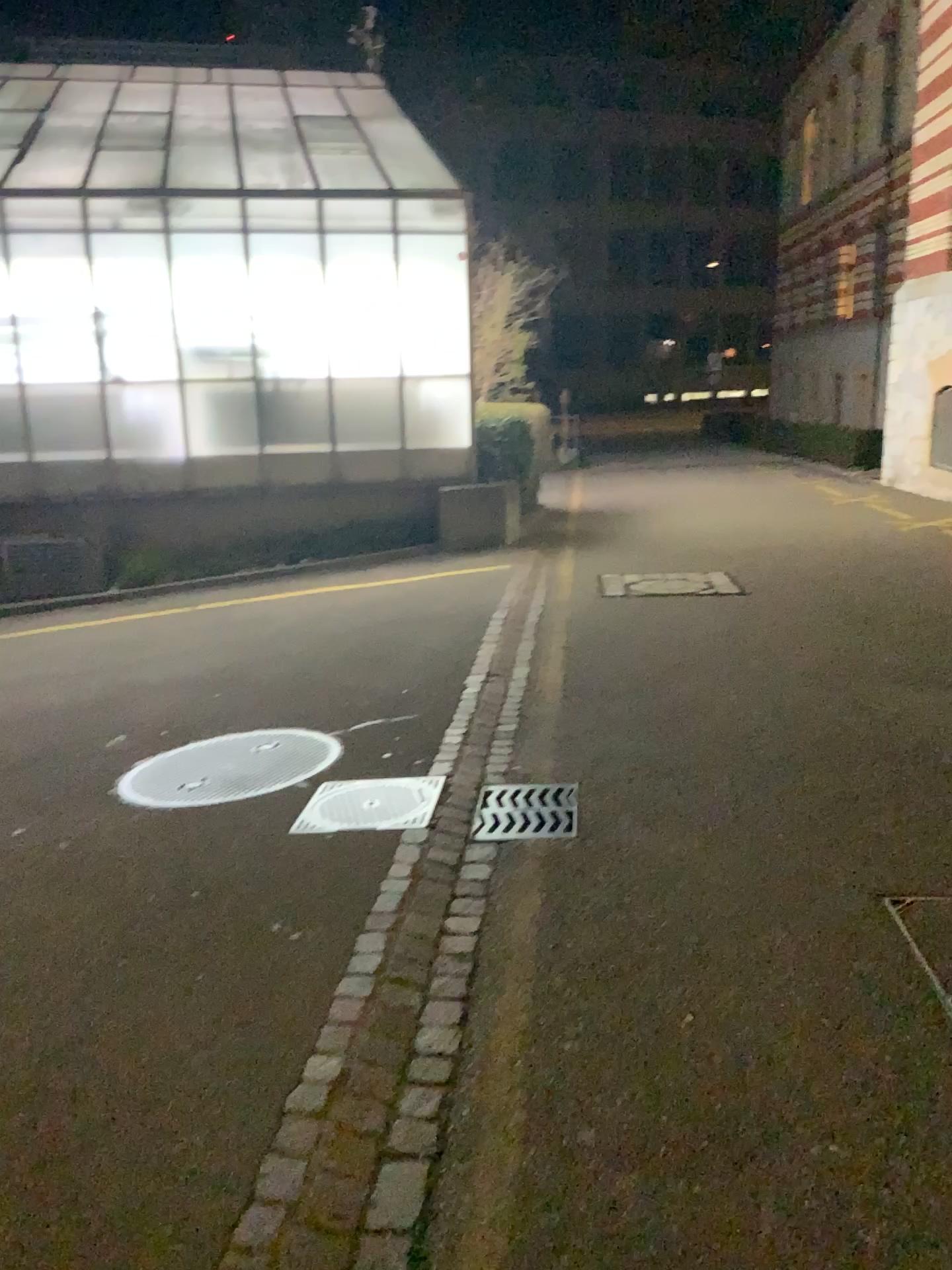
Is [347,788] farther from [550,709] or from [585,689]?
[585,689]

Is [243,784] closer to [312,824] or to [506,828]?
[312,824]

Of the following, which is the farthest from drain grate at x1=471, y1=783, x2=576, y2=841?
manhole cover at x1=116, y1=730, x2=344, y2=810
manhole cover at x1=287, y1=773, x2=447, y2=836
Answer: manhole cover at x1=116, y1=730, x2=344, y2=810

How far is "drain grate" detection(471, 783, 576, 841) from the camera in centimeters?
379cm

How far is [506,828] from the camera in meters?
3.8 m

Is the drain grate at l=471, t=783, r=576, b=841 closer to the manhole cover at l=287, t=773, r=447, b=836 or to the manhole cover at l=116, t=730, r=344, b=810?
the manhole cover at l=287, t=773, r=447, b=836

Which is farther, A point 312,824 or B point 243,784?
B point 243,784

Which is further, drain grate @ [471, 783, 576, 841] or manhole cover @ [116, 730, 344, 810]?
manhole cover @ [116, 730, 344, 810]

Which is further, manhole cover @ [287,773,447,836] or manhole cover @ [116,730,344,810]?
manhole cover @ [116,730,344,810]
